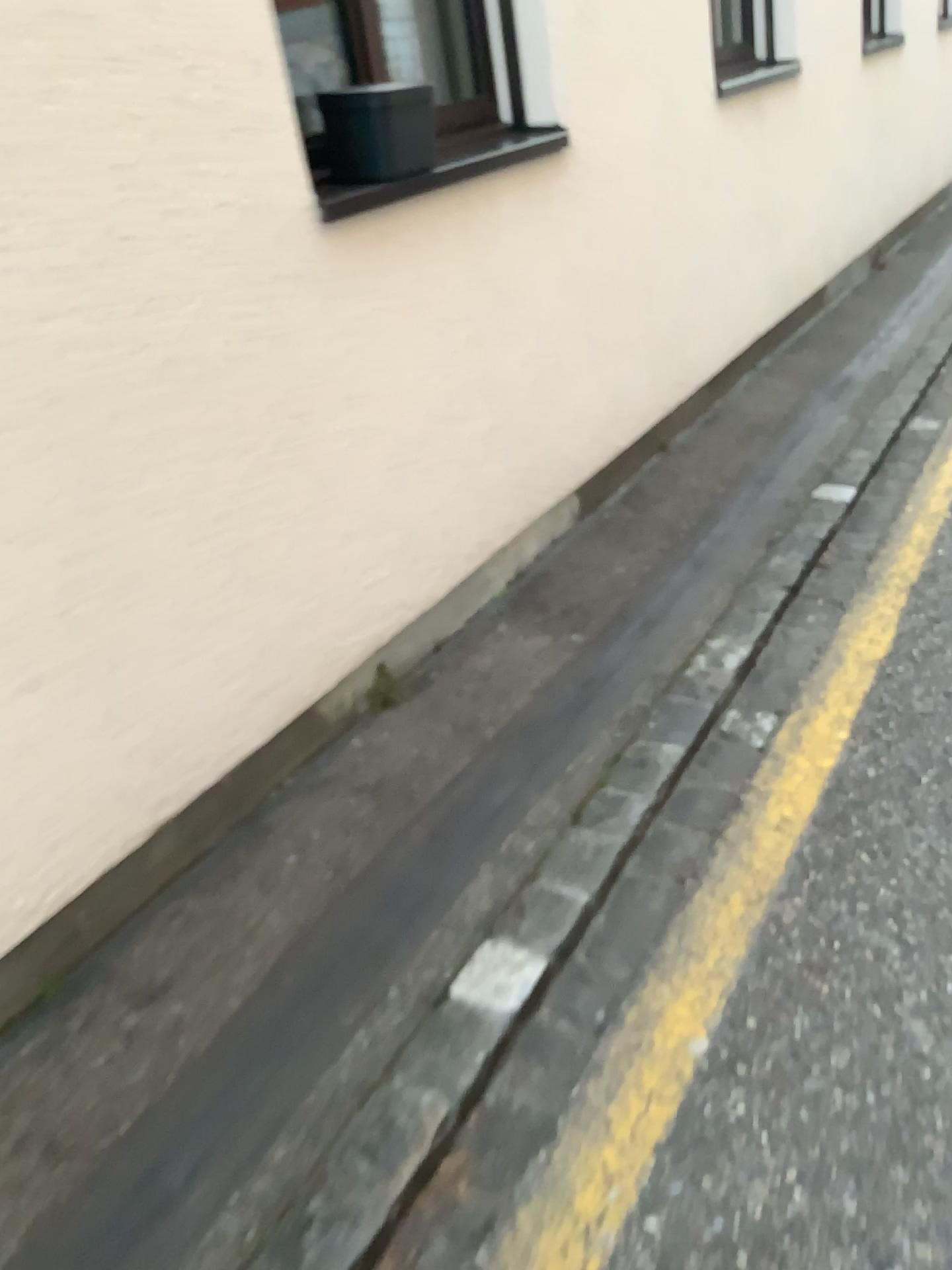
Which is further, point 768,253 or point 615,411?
point 768,253

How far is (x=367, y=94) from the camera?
2.3m

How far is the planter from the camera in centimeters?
227cm
